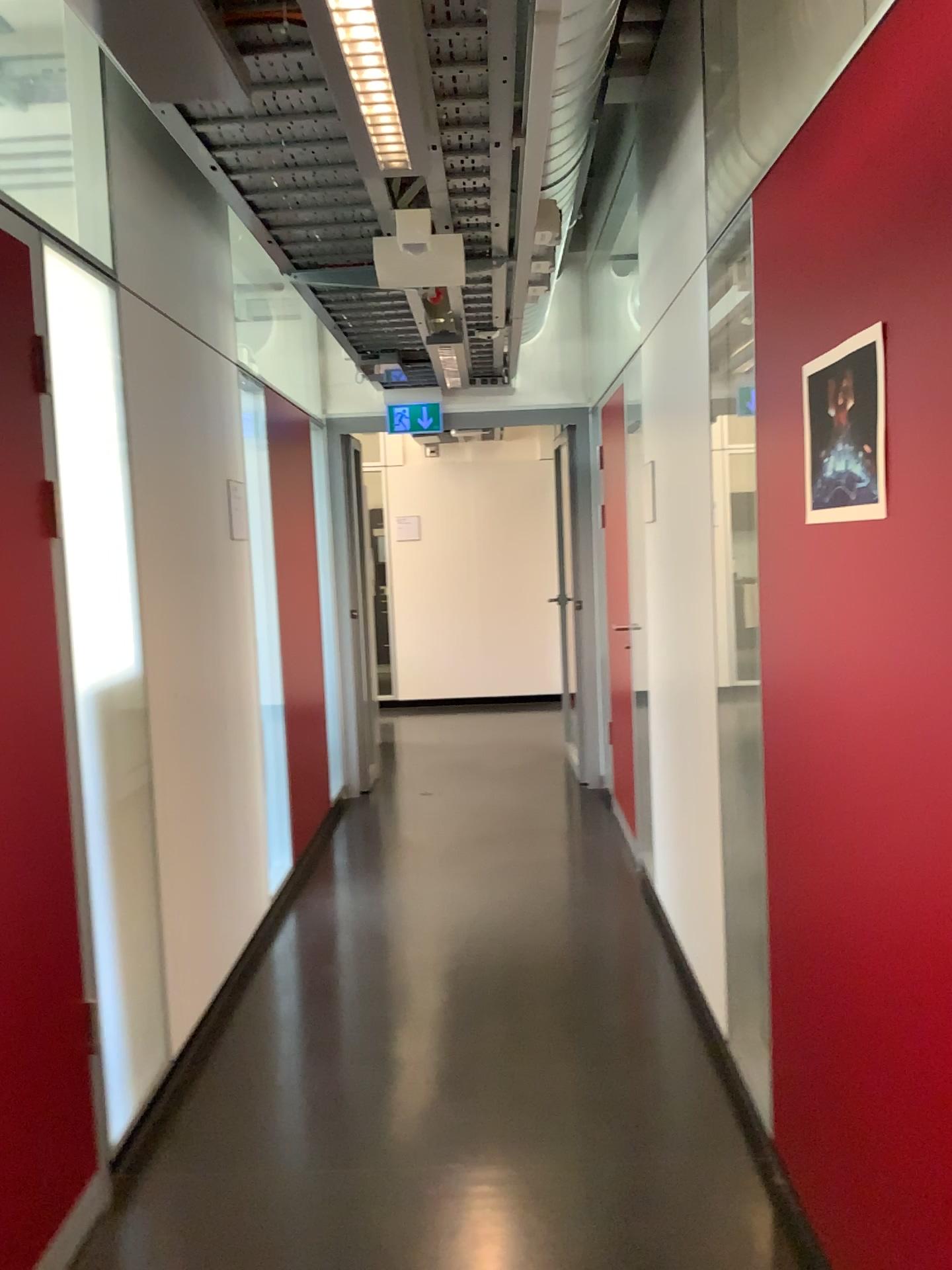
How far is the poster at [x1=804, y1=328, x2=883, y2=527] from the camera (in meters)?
1.56

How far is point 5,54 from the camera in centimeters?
251cm

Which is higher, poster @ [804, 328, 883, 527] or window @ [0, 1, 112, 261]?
window @ [0, 1, 112, 261]

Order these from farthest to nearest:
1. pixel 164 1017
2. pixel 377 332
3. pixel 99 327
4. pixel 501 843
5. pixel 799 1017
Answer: pixel 501 843
pixel 377 332
pixel 164 1017
pixel 99 327
pixel 799 1017

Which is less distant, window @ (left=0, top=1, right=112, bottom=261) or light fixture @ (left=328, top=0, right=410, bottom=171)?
light fixture @ (left=328, top=0, right=410, bottom=171)

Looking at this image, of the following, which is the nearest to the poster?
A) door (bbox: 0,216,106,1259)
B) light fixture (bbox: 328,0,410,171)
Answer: light fixture (bbox: 328,0,410,171)

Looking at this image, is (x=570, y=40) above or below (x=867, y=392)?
above

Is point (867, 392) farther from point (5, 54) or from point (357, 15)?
point (5, 54)

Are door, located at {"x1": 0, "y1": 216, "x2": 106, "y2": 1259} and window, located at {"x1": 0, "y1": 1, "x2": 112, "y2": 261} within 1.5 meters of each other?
yes

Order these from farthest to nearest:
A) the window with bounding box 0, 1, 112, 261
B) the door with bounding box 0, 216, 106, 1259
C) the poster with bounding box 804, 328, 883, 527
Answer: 1. the window with bounding box 0, 1, 112, 261
2. the door with bounding box 0, 216, 106, 1259
3. the poster with bounding box 804, 328, 883, 527
